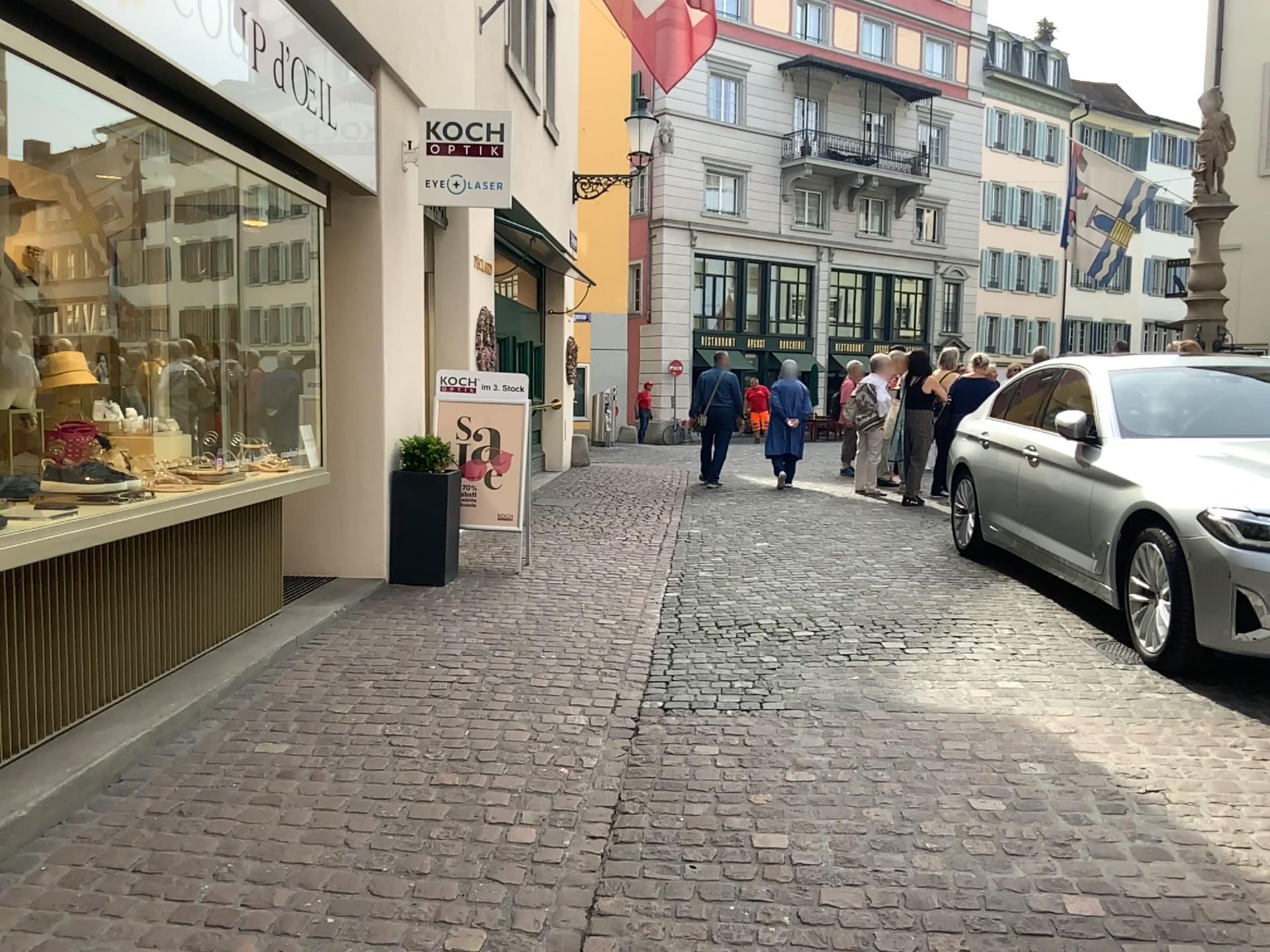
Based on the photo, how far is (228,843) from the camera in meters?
3.0
